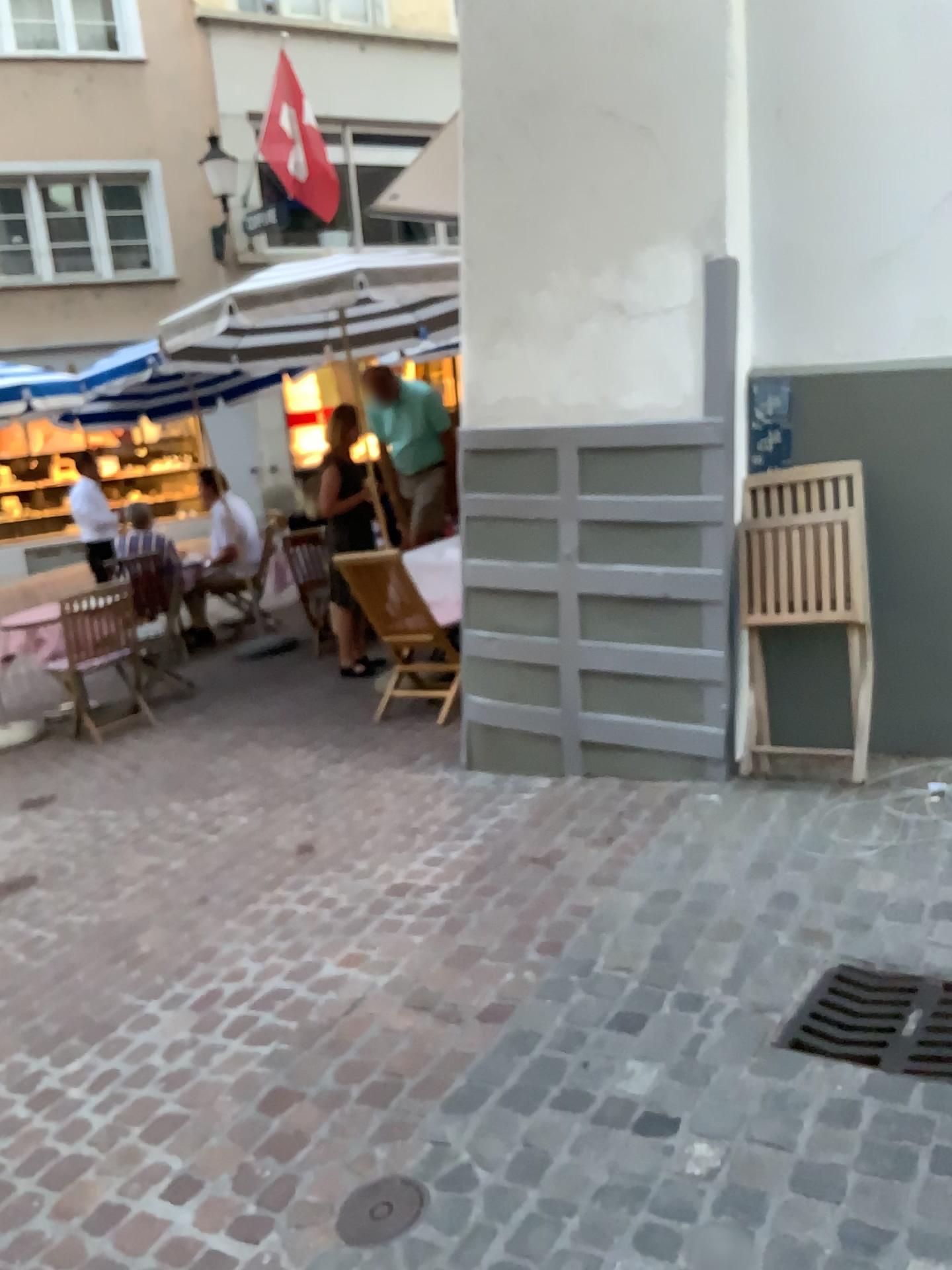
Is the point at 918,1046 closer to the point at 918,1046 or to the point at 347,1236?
the point at 918,1046

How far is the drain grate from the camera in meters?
2.2 m

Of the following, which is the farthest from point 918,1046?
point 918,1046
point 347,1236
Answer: point 347,1236

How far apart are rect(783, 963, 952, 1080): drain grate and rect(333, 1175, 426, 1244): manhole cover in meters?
0.8

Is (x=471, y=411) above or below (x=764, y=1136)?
above

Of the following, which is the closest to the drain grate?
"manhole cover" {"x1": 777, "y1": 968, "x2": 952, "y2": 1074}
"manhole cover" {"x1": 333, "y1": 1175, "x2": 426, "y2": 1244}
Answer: "manhole cover" {"x1": 777, "y1": 968, "x2": 952, "y2": 1074}

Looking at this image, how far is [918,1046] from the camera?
2.2m

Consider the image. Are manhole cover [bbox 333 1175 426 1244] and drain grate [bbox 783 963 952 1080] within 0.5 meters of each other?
no

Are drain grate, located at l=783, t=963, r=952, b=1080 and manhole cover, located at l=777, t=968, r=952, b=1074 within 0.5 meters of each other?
yes

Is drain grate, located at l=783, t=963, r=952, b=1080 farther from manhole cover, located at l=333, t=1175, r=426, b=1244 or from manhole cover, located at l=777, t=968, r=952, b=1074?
manhole cover, located at l=333, t=1175, r=426, b=1244
